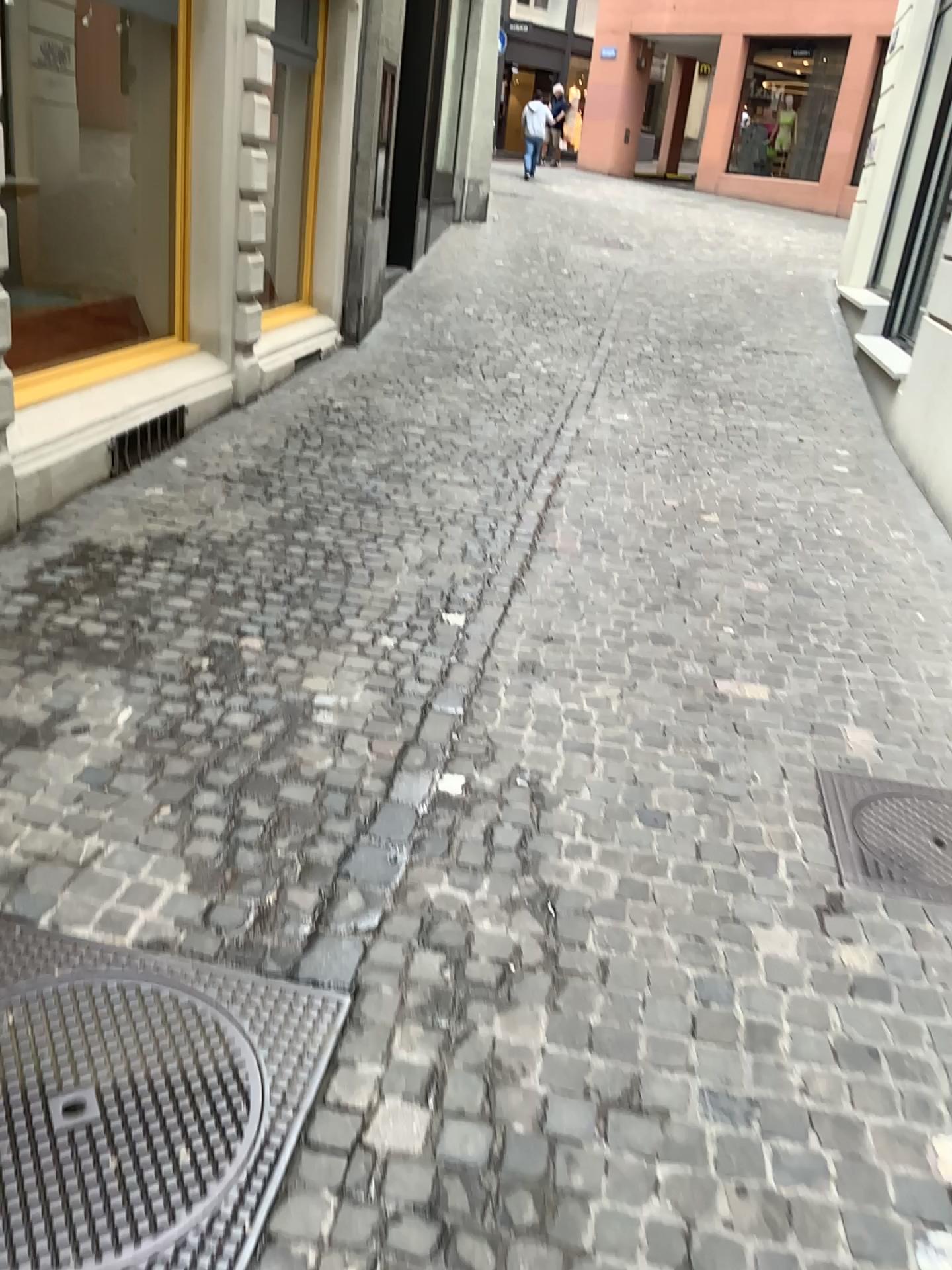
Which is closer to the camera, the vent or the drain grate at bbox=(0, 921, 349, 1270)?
the drain grate at bbox=(0, 921, 349, 1270)

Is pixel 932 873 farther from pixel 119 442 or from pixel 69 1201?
pixel 119 442

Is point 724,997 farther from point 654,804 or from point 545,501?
point 545,501

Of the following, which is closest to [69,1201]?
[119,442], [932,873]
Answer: [932,873]

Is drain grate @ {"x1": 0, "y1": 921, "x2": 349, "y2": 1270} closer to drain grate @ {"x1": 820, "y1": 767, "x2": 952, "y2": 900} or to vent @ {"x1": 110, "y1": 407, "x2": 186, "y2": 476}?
drain grate @ {"x1": 820, "y1": 767, "x2": 952, "y2": 900}

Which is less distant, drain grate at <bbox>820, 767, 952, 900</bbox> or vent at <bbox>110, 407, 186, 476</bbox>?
drain grate at <bbox>820, 767, 952, 900</bbox>

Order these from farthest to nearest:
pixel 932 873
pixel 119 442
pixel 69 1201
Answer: pixel 119 442
pixel 932 873
pixel 69 1201

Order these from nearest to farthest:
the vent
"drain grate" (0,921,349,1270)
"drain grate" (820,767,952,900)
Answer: "drain grate" (0,921,349,1270)
"drain grate" (820,767,952,900)
the vent

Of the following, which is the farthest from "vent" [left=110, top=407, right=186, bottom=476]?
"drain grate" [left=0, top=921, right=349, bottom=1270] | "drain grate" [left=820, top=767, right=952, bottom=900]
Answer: "drain grate" [left=820, top=767, right=952, bottom=900]
